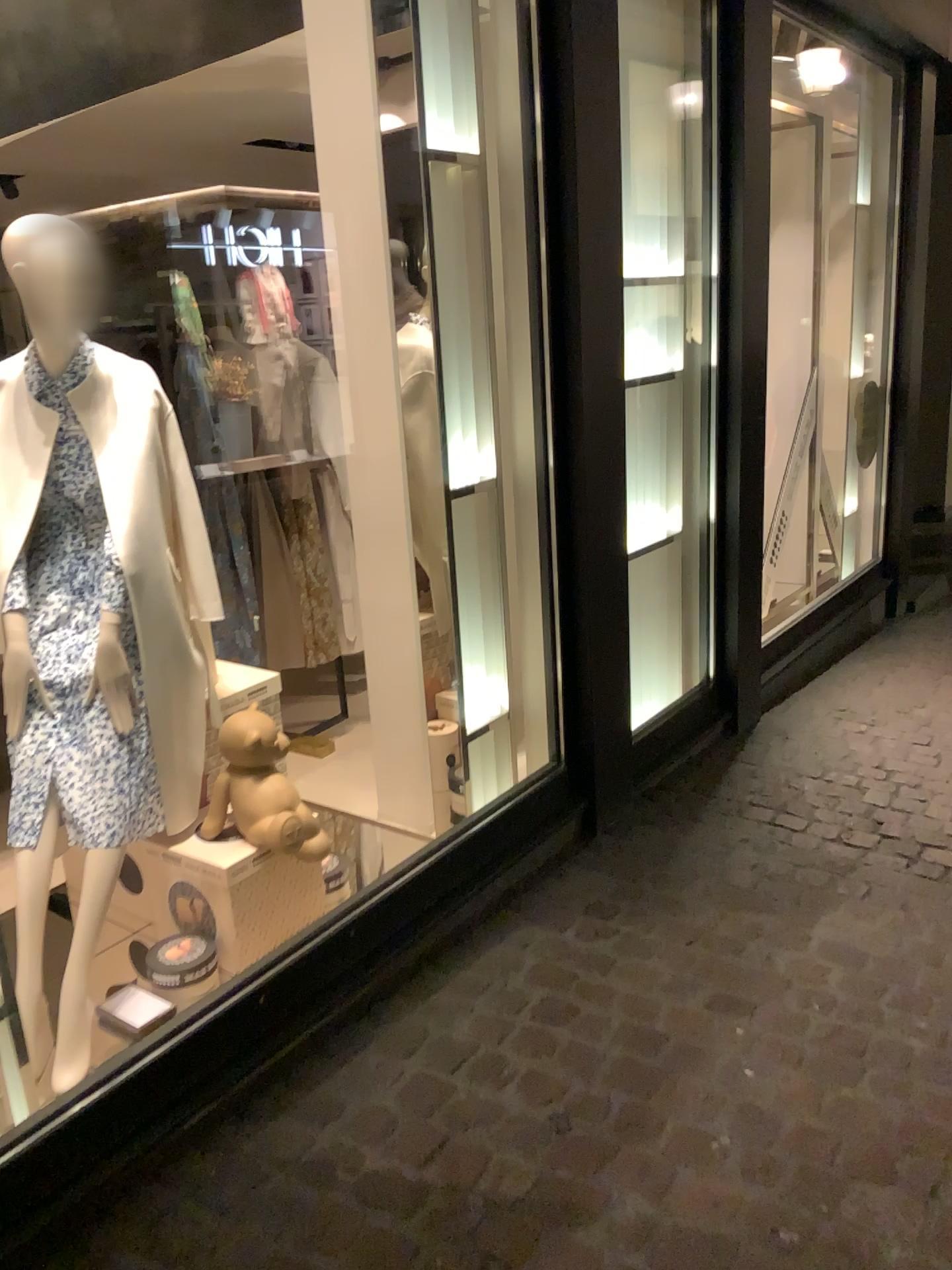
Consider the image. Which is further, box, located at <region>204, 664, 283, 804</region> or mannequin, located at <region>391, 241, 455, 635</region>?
mannequin, located at <region>391, 241, 455, 635</region>

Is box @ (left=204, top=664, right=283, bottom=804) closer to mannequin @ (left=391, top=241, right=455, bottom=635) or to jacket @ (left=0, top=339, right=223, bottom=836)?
jacket @ (left=0, top=339, right=223, bottom=836)

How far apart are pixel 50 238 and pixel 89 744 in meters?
1.1

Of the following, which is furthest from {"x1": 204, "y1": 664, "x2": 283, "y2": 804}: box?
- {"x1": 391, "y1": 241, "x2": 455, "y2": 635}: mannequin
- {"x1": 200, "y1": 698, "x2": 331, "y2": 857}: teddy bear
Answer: {"x1": 391, "y1": 241, "x2": 455, "y2": 635}: mannequin

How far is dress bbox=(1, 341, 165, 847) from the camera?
2.3 meters

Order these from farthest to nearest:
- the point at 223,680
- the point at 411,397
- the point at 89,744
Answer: the point at 411,397, the point at 223,680, the point at 89,744

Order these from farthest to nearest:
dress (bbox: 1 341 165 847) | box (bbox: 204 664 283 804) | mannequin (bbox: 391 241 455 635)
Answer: mannequin (bbox: 391 241 455 635) < box (bbox: 204 664 283 804) < dress (bbox: 1 341 165 847)

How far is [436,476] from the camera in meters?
3.4

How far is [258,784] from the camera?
2.5 meters

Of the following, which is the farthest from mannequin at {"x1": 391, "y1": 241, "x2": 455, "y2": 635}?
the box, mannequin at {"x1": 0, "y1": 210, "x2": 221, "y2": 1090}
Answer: mannequin at {"x1": 0, "y1": 210, "x2": 221, "y2": 1090}
